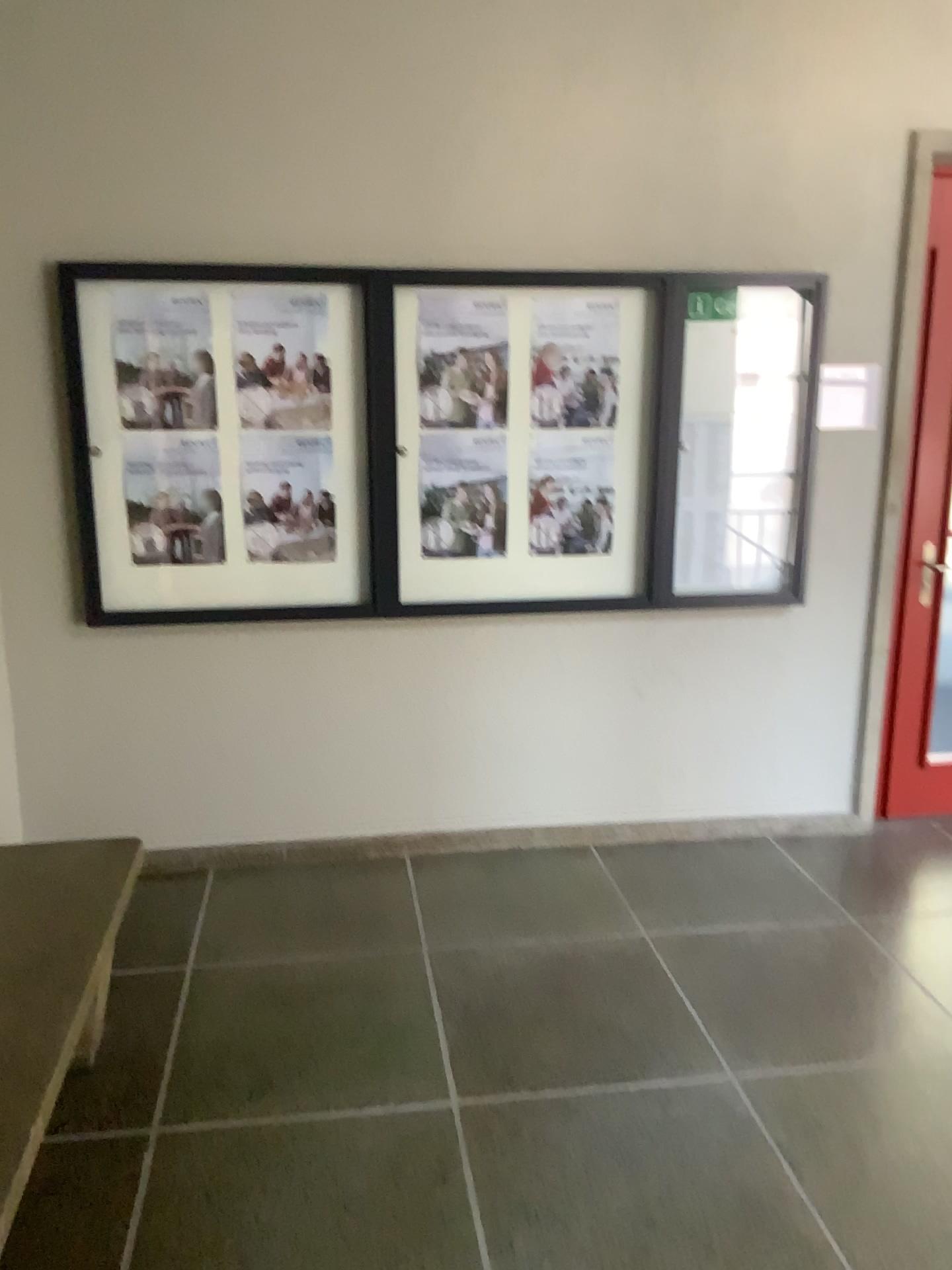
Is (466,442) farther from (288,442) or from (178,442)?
(178,442)

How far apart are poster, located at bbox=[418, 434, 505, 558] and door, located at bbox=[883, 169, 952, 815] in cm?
146

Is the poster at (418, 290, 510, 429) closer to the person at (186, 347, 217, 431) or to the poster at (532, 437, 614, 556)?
the poster at (532, 437, 614, 556)

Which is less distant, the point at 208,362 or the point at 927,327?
the point at 208,362

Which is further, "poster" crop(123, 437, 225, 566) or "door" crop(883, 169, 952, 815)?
"door" crop(883, 169, 952, 815)

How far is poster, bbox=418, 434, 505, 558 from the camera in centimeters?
351cm

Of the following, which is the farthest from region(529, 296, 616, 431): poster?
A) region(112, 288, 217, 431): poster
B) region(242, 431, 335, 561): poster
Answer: region(112, 288, 217, 431): poster

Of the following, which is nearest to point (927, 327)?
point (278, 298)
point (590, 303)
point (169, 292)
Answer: point (590, 303)

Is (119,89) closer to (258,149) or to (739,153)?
(258,149)

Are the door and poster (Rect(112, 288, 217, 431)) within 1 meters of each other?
no
